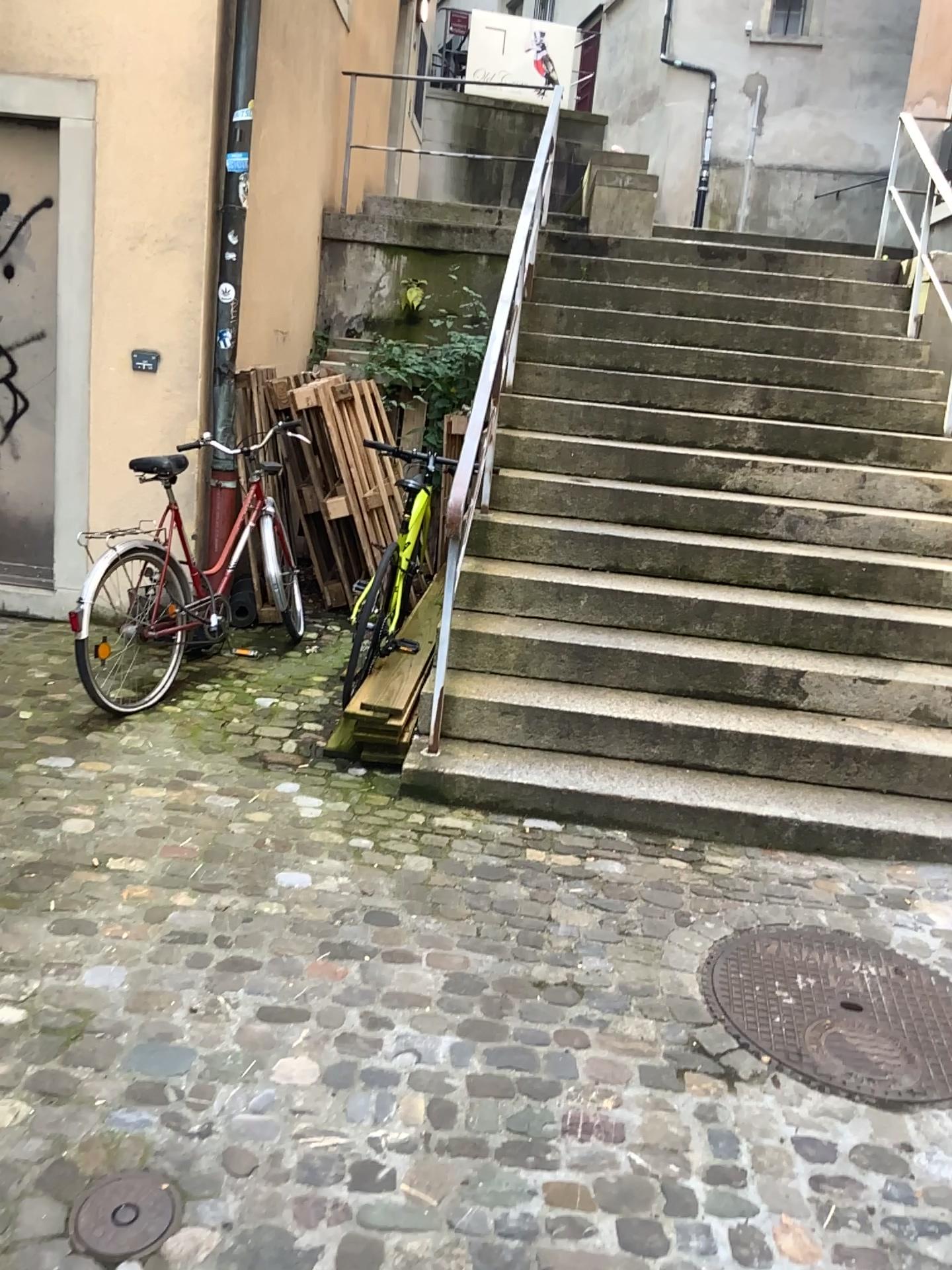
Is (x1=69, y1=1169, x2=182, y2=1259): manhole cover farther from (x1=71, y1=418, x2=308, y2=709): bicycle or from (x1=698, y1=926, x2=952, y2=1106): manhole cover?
(x1=71, y1=418, x2=308, y2=709): bicycle

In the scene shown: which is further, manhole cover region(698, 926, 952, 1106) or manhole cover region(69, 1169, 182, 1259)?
manhole cover region(698, 926, 952, 1106)

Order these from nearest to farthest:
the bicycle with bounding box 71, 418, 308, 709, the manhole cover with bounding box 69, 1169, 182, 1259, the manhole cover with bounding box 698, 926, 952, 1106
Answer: the manhole cover with bounding box 69, 1169, 182, 1259, the manhole cover with bounding box 698, 926, 952, 1106, the bicycle with bounding box 71, 418, 308, 709

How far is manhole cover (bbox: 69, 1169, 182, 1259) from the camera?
1.8m

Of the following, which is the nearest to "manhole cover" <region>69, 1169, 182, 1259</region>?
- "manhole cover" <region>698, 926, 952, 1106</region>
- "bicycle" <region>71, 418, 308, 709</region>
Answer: "manhole cover" <region>698, 926, 952, 1106</region>

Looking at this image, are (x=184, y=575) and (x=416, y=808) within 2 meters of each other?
yes

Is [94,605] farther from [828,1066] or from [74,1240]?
[828,1066]

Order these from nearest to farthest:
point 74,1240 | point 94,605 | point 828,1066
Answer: point 74,1240 < point 828,1066 < point 94,605

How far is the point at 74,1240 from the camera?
1.8 meters

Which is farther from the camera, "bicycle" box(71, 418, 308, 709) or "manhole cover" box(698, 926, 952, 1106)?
"bicycle" box(71, 418, 308, 709)
